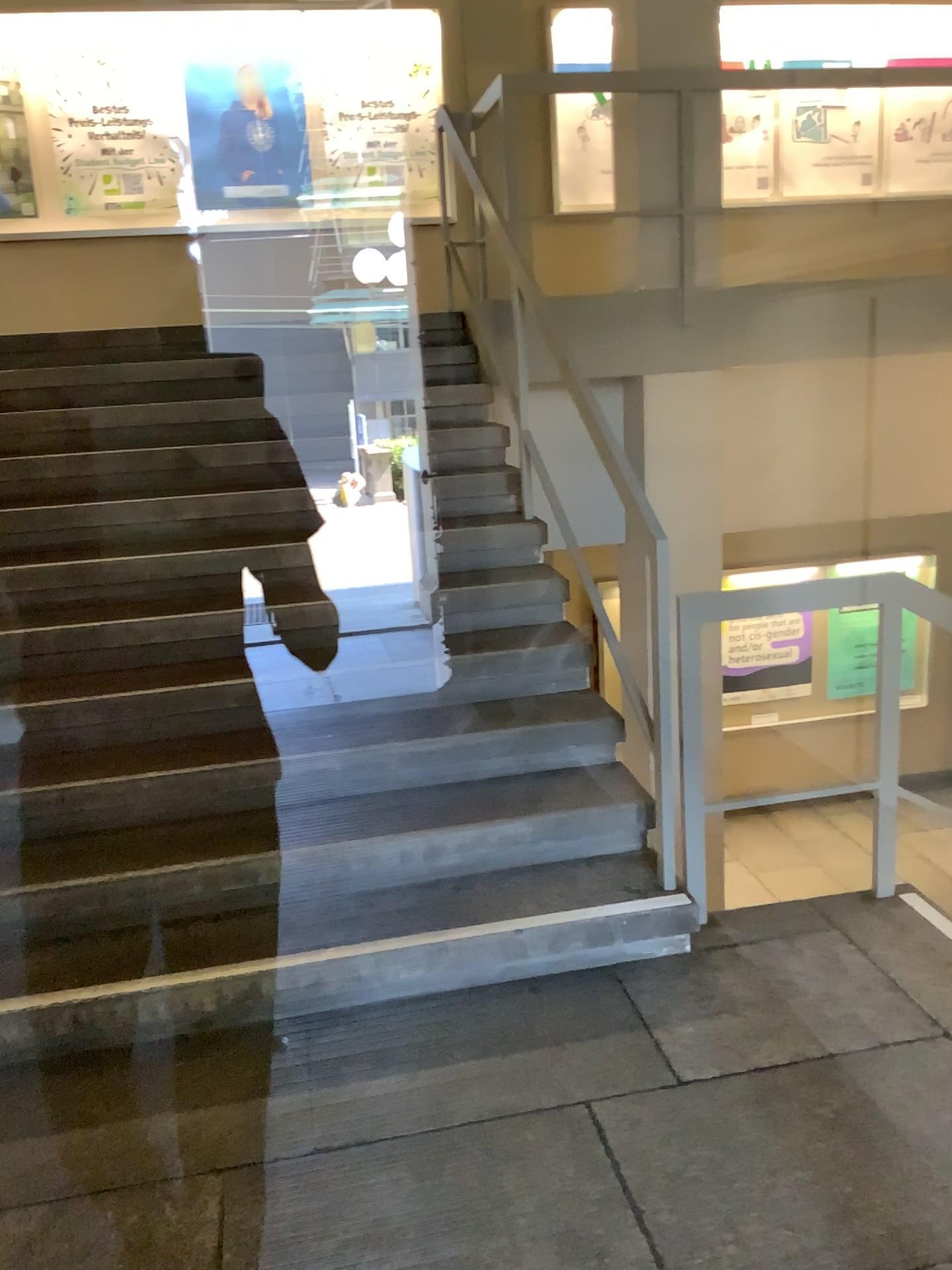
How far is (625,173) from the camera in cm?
467
